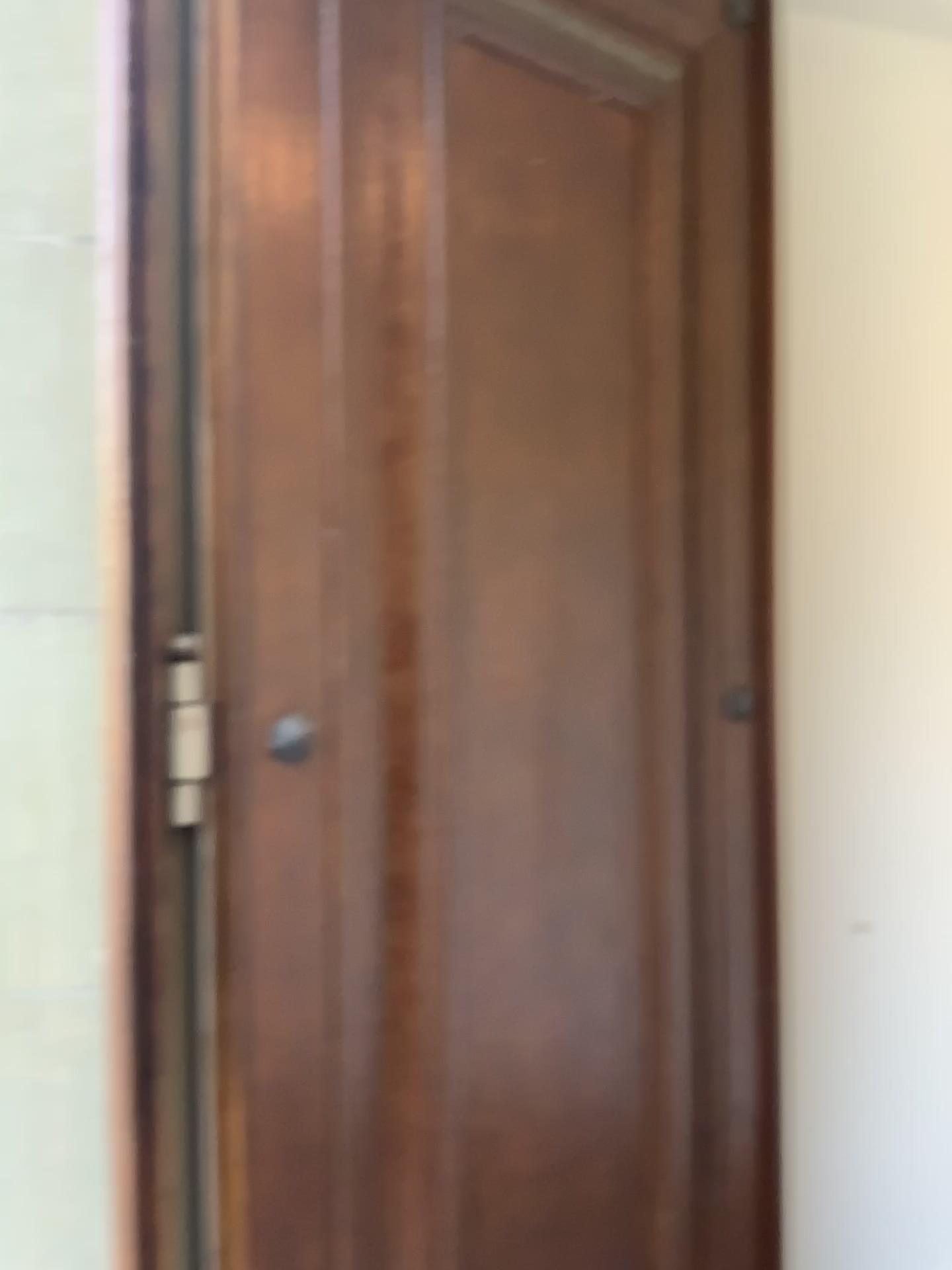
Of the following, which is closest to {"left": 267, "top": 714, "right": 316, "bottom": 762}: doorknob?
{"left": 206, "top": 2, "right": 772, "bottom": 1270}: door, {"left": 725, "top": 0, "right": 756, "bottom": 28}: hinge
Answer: {"left": 206, "top": 2, "right": 772, "bottom": 1270}: door

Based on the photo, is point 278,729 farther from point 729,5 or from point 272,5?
point 729,5

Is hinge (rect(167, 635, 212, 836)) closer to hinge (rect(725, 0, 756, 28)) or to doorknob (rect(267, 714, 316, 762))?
doorknob (rect(267, 714, 316, 762))

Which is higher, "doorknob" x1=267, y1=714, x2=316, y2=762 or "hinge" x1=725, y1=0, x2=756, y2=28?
"hinge" x1=725, y1=0, x2=756, y2=28

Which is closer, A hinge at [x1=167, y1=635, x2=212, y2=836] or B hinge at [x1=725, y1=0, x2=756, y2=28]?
A hinge at [x1=167, y1=635, x2=212, y2=836]

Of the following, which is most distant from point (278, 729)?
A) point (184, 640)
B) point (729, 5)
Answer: point (729, 5)

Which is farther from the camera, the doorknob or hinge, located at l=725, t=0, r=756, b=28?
hinge, located at l=725, t=0, r=756, b=28

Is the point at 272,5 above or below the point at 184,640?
above

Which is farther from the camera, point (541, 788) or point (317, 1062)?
point (541, 788)

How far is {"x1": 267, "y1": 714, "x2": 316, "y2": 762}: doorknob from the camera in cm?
138
